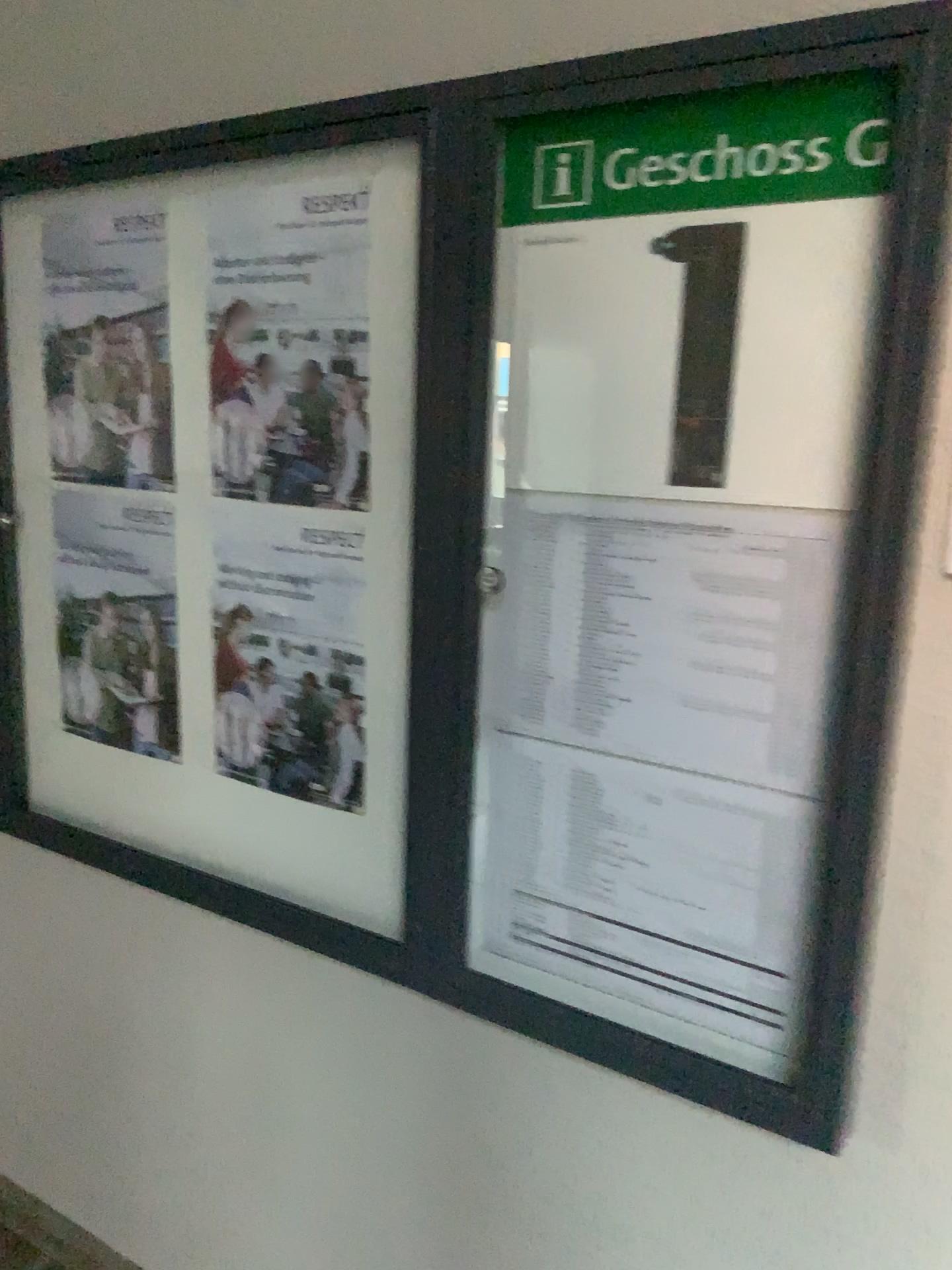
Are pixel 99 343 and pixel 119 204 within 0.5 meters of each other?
yes

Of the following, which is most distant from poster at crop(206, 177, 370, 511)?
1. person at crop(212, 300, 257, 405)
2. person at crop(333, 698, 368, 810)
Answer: person at crop(333, 698, 368, 810)

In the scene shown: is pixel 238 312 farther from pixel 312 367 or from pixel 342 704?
pixel 342 704

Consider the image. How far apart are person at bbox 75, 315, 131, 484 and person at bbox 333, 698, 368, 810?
0.6 meters

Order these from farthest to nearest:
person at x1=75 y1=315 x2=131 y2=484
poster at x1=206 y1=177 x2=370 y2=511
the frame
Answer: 1. person at x1=75 y1=315 x2=131 y2=484
2. poster at x1=206 y1=177 x2=370 y2=511
3. the frame

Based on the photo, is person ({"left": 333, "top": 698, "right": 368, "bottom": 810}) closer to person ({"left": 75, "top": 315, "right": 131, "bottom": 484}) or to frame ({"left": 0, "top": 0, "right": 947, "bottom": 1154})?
frame ({"left": 0, "top": 0, "right": 947, "bottom": 1154})

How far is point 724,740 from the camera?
1.2m

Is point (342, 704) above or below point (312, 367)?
below

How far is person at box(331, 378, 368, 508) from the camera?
1.4m

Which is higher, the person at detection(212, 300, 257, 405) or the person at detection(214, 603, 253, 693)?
the person at detection(212, 300, 257, 405)
